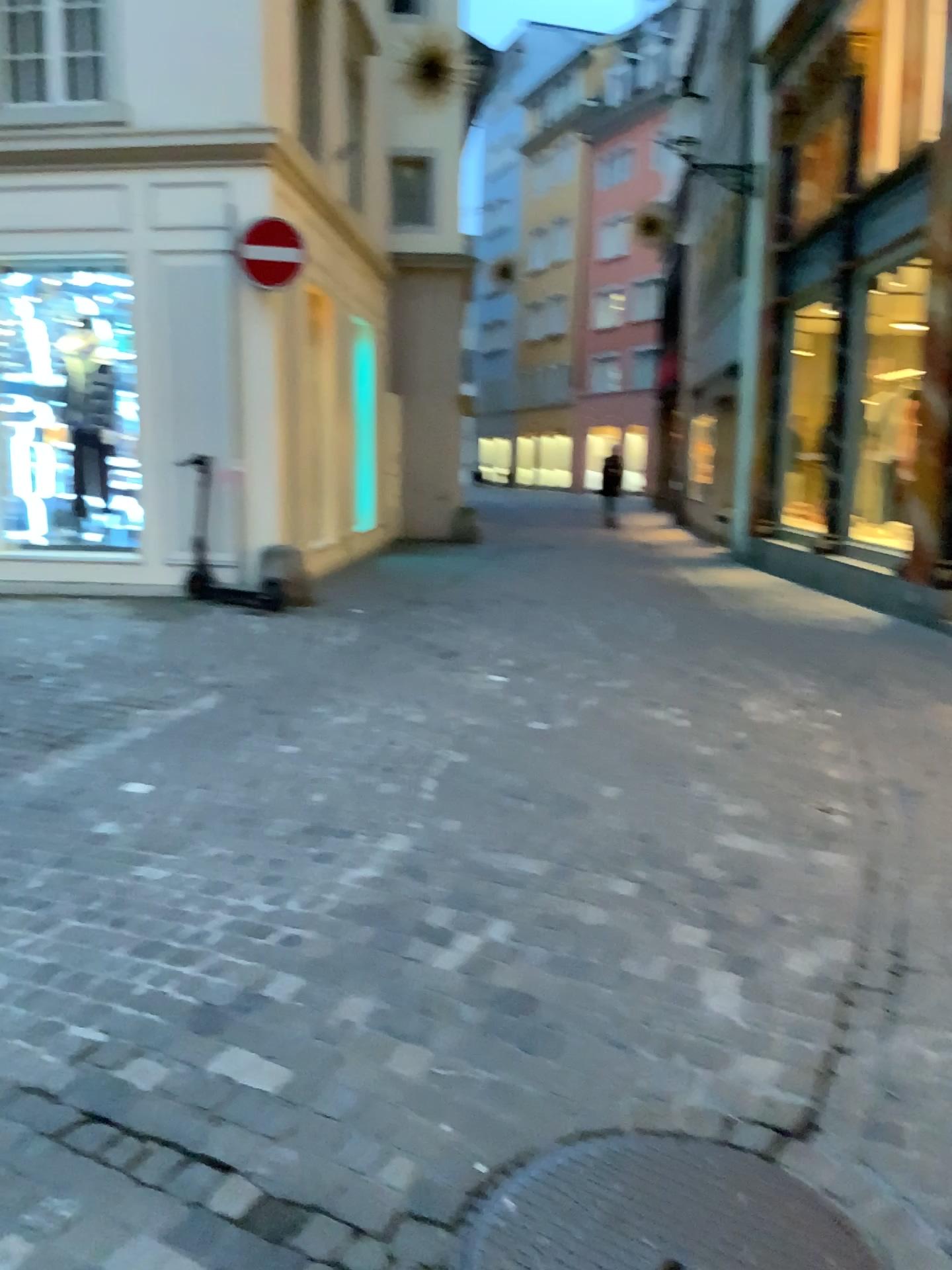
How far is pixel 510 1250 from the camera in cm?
178

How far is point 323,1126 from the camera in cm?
207

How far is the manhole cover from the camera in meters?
1.8 m
